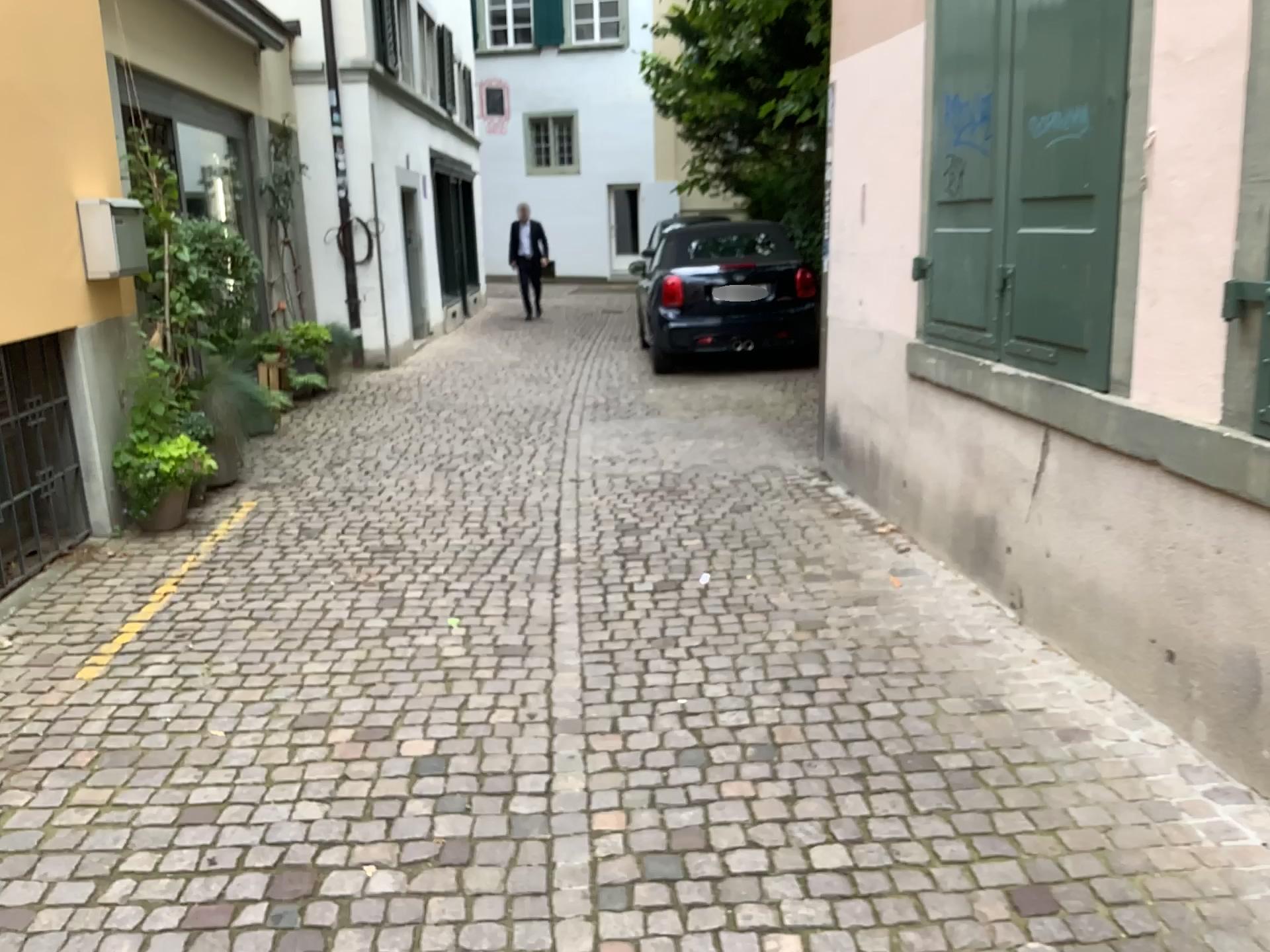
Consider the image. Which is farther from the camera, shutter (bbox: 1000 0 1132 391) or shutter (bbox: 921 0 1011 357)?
shutter (bbox: 921 0 1011 357)

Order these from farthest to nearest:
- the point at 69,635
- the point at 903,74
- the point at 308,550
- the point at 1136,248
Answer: the point at 308,550 → the point at 903,74 → the point at 69,635 → the point at 1136,248

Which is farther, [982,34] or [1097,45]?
[982,34]
